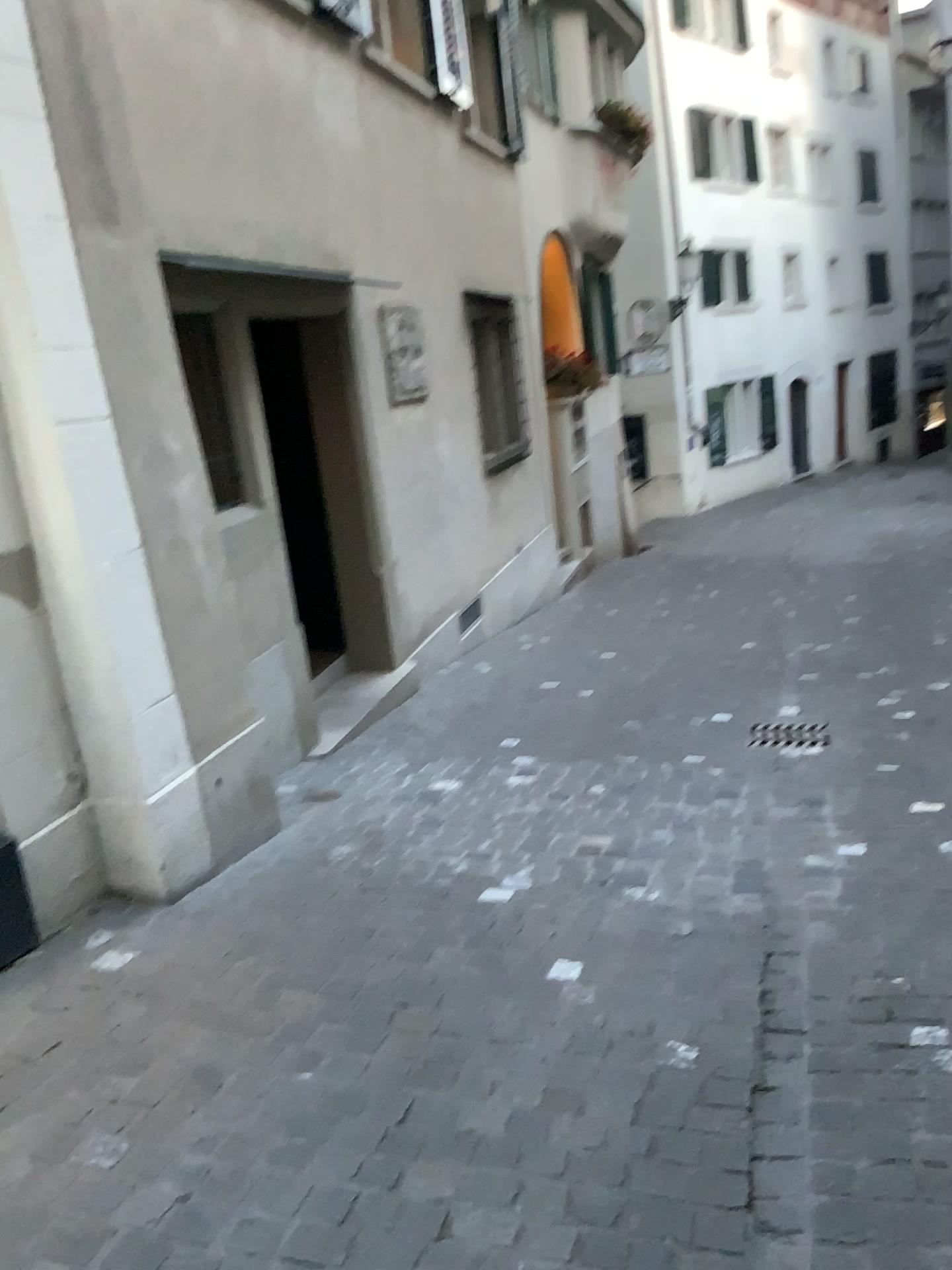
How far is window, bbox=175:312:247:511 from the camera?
4.6m

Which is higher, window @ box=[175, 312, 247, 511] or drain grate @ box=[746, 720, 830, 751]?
window @ box=[175, 312, 247, 511]

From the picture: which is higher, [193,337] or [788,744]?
[193,337]

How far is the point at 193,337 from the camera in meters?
4.6

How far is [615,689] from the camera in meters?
5.9
